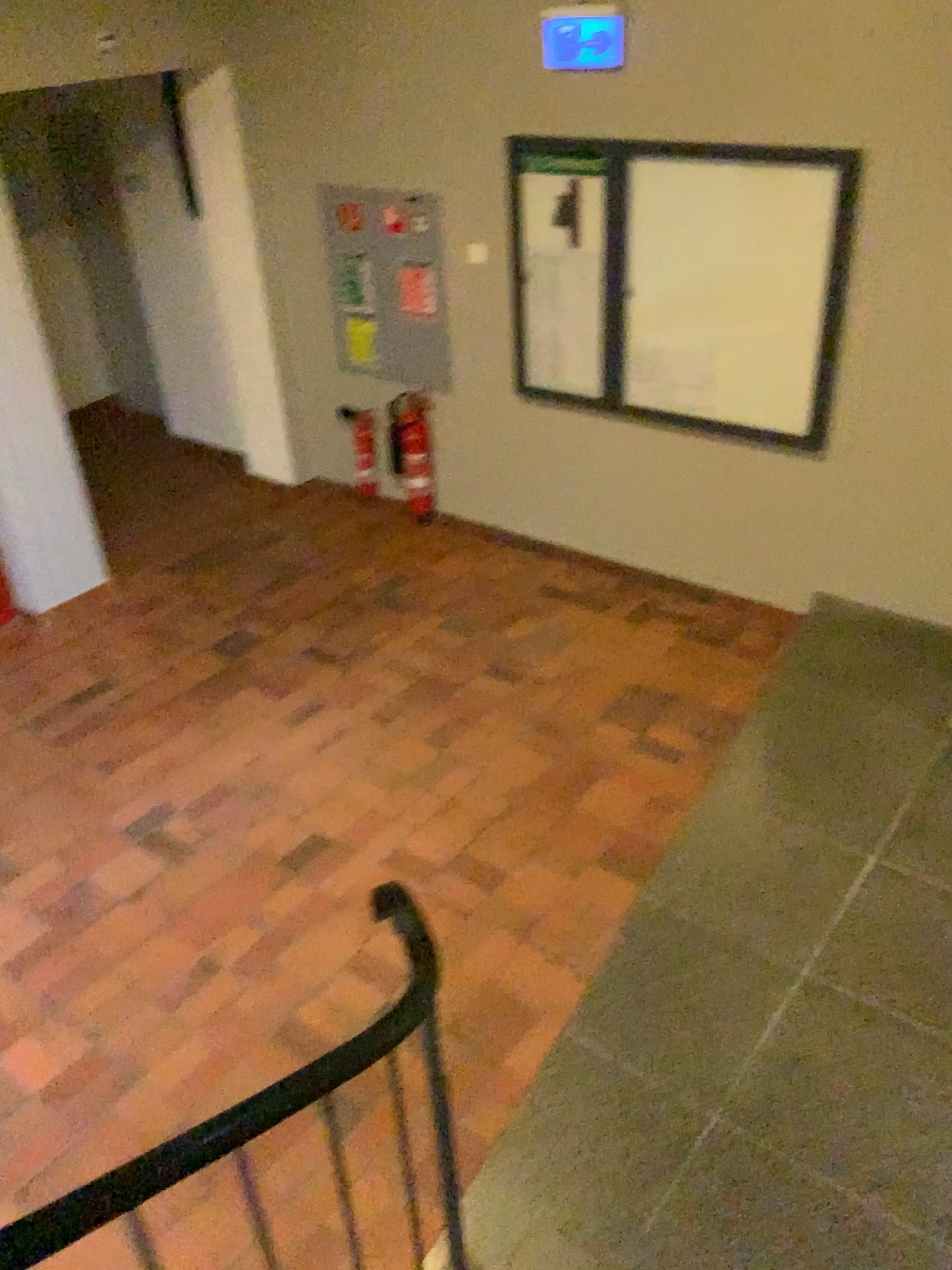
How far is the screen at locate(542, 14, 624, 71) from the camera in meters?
4.2

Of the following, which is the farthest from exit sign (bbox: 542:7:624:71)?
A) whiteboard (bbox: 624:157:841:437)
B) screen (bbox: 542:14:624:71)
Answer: whiteboard (bbox: 624:157:841:437)

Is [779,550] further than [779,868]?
Yes

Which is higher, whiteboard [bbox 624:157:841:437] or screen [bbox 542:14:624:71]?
screen [bbox 542:14:624:71]

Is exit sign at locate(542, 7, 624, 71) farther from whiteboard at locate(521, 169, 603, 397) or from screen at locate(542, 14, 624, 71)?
whiteboard at locate(521, 169, 603, 397)

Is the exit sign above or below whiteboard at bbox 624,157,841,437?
above

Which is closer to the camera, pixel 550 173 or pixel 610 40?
pixel 610 40

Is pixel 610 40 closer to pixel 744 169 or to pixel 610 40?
pixel 610 40

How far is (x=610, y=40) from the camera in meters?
4.2 m

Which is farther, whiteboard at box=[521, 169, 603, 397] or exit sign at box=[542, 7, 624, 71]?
whiteboard at box=[521, 169, 603, 397]
